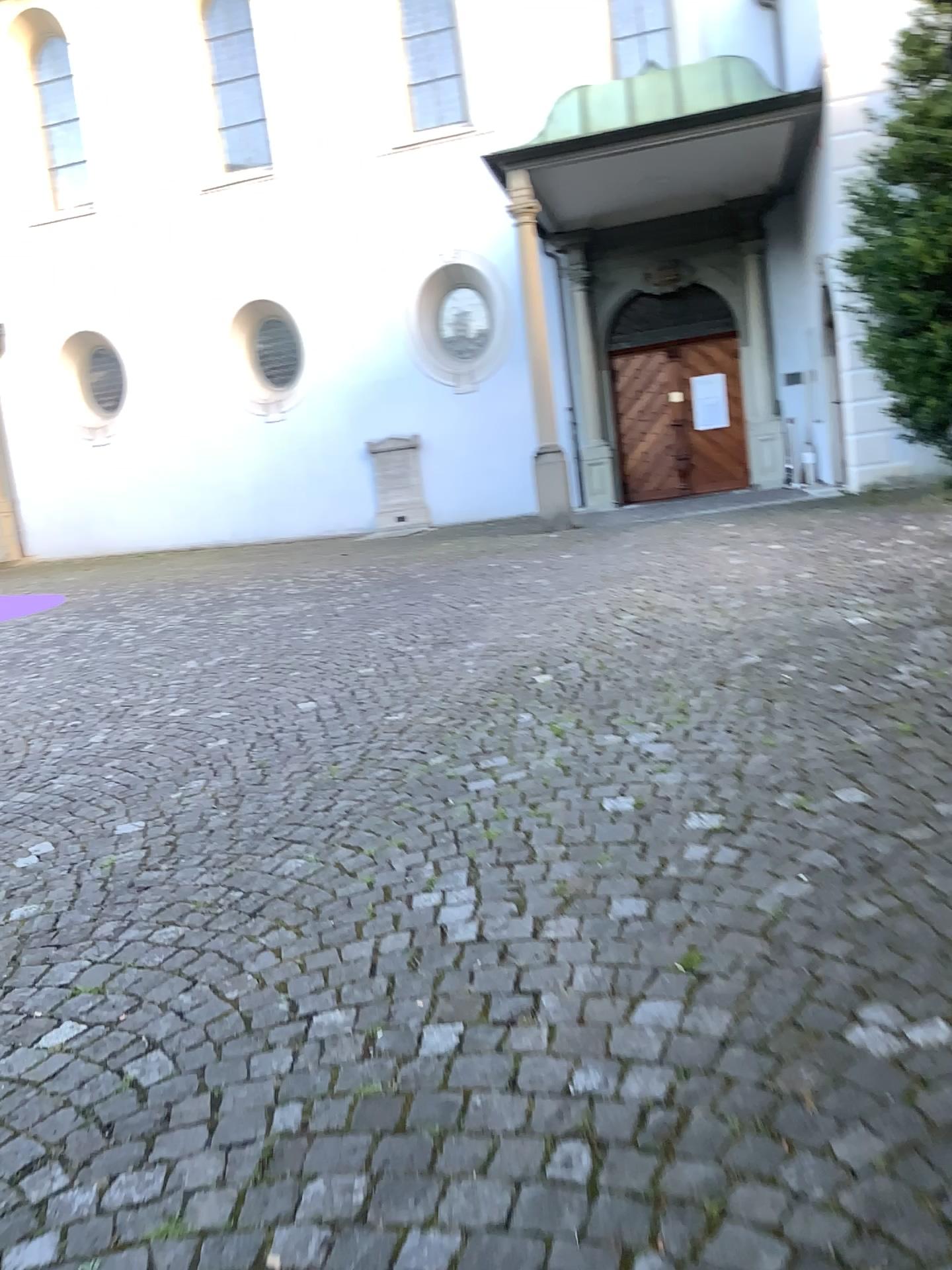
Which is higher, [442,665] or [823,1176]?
[442,665]
